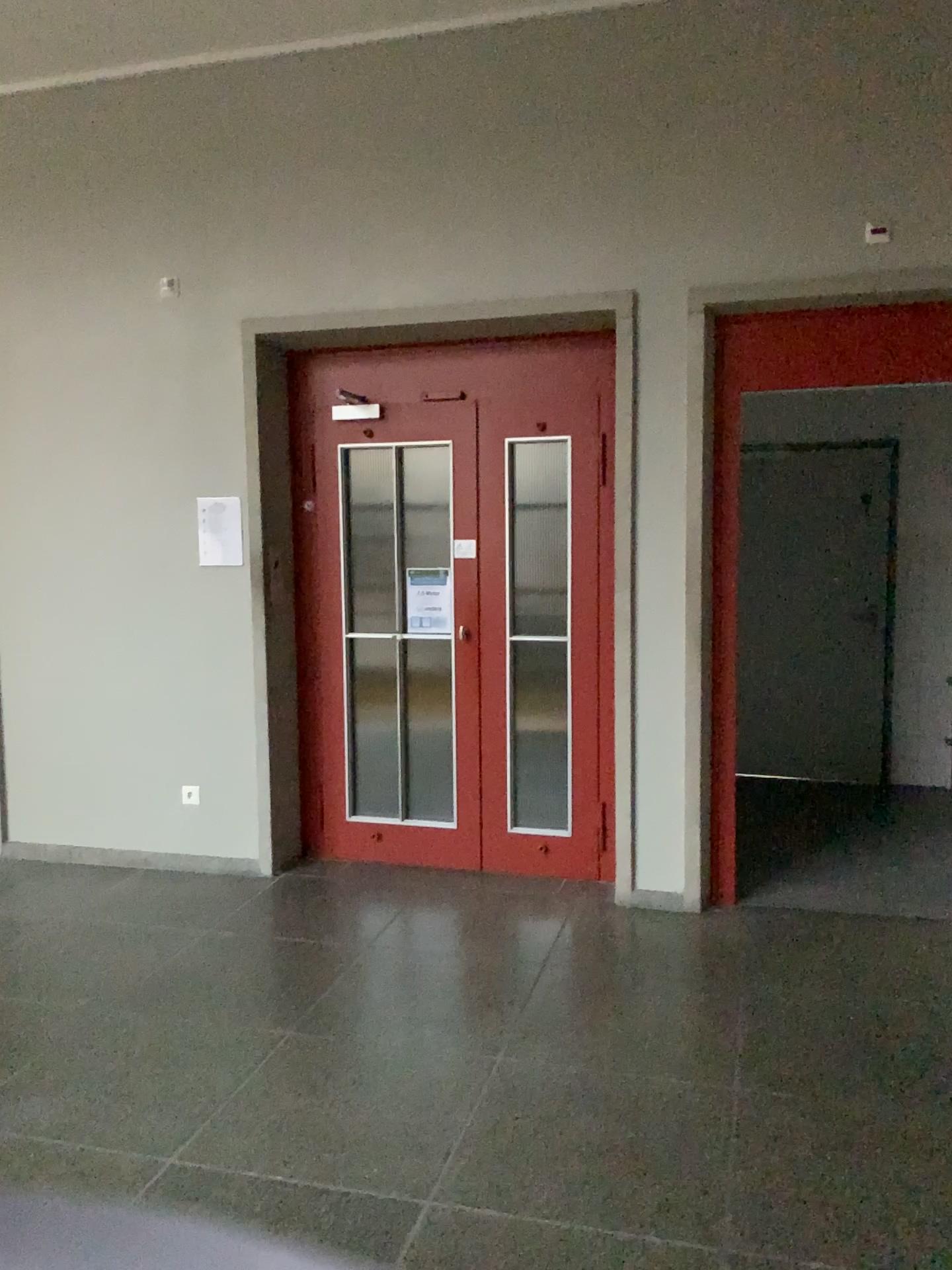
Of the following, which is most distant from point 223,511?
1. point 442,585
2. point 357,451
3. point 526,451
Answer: point 526,451

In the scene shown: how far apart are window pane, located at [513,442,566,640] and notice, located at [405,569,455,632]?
0.3 meters

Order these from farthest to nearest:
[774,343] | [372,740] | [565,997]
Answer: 1. [372,740]
2. [774,343]
3. [565,997]

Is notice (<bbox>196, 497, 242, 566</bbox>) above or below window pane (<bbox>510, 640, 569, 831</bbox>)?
above

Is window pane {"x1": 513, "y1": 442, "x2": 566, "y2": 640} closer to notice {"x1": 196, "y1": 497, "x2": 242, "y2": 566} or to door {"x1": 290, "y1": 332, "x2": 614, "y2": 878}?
door {"x1": 290, "y1": 332, "x2": 614, "y2": 878}

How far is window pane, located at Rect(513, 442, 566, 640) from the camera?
4.56m

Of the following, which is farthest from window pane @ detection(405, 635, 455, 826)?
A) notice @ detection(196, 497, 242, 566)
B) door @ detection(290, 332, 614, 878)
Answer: notice @ detection(196, 497, 242, 566)

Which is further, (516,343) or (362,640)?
(362,640)

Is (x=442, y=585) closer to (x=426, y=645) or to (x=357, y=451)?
(x=426, y=645)

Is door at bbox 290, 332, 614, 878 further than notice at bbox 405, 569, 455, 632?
No
